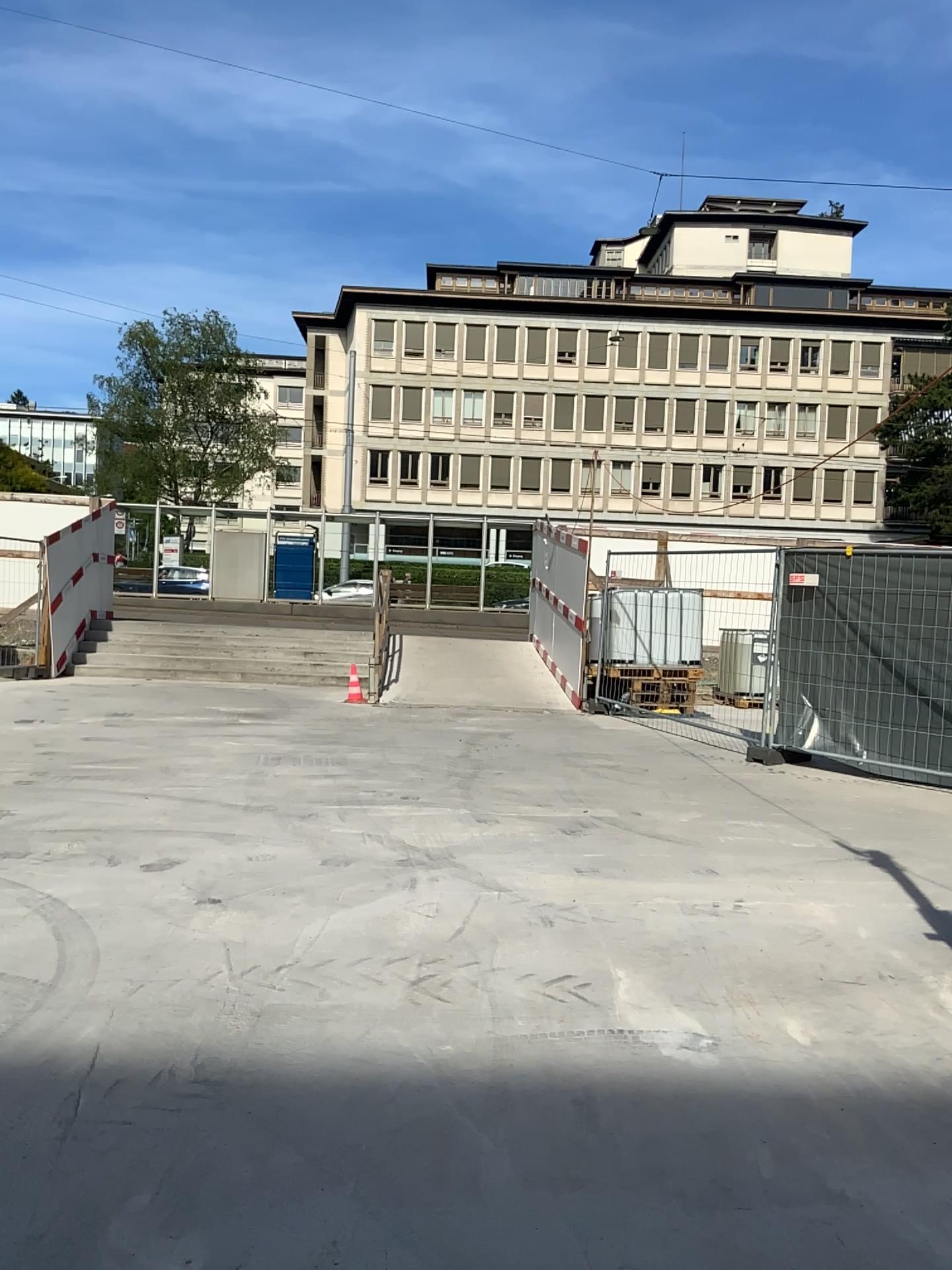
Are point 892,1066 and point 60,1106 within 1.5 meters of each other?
no
